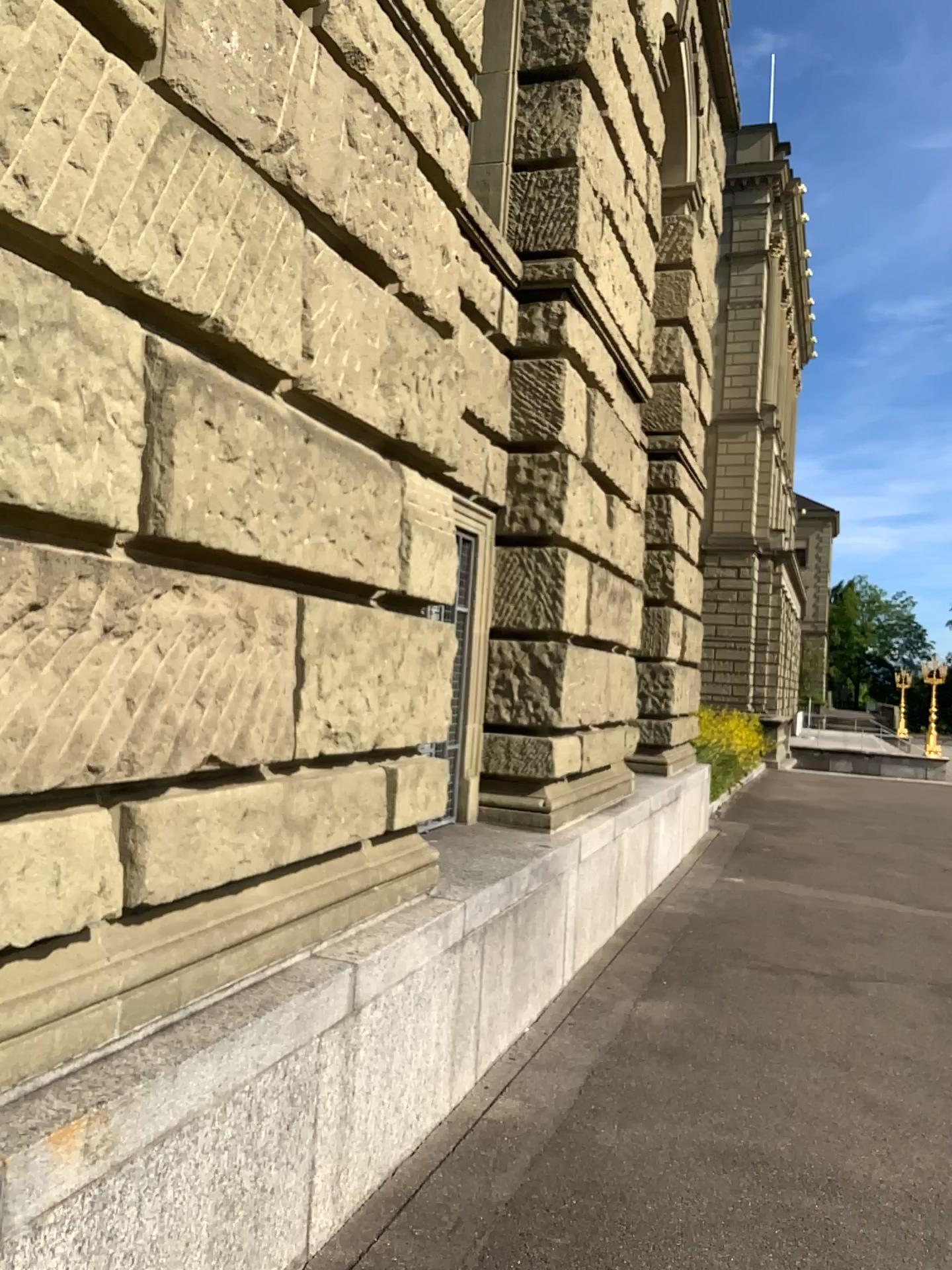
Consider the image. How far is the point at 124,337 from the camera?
2.2 meters
